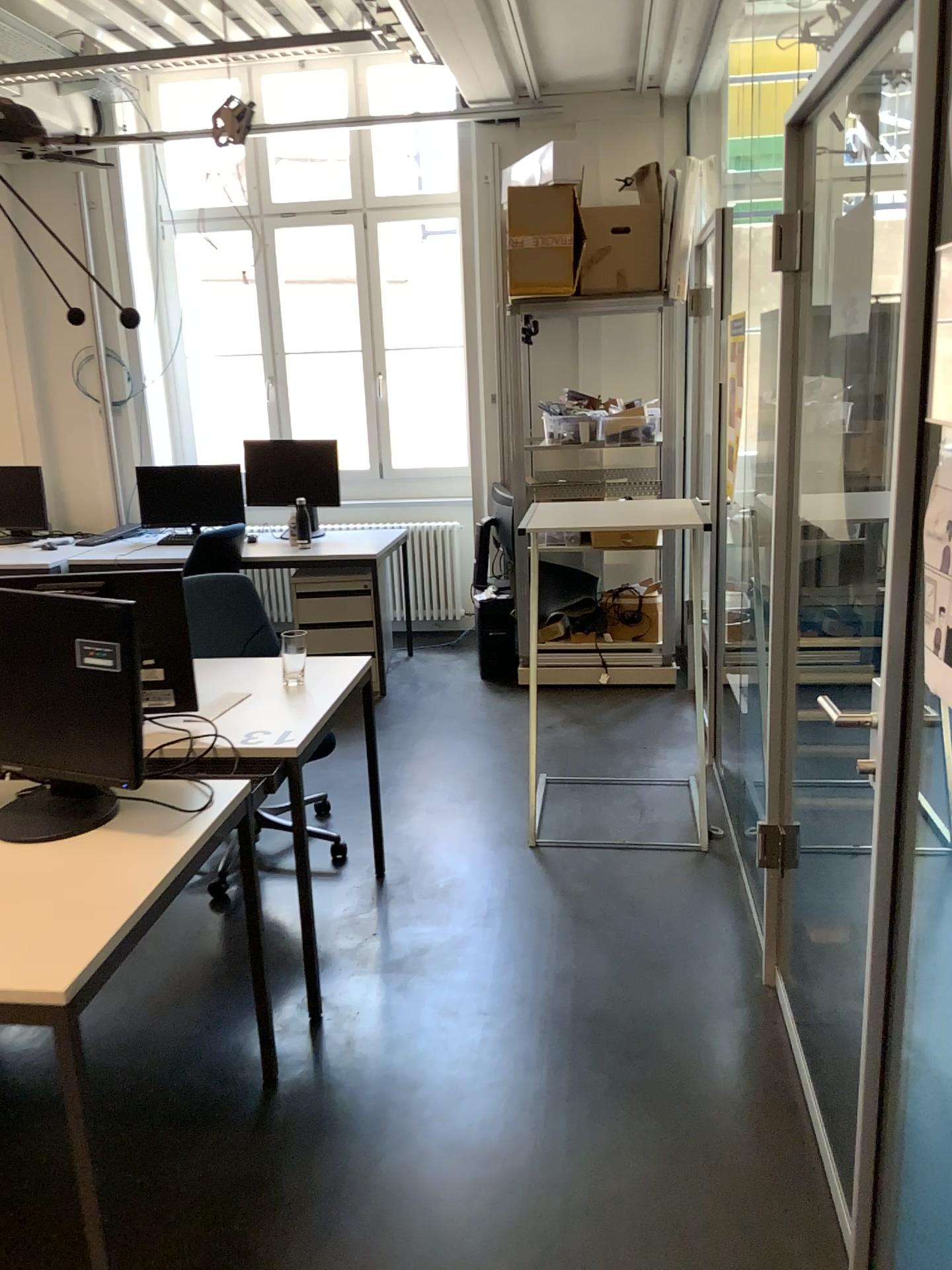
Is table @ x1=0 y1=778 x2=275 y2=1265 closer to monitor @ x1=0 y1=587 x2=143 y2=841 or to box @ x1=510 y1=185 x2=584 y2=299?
monitor @ x1=0 y1=587 x2=143 y2=841

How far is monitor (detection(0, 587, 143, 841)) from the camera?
2.0 meters

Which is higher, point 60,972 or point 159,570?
point 159,570

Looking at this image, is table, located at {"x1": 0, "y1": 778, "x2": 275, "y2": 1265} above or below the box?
below

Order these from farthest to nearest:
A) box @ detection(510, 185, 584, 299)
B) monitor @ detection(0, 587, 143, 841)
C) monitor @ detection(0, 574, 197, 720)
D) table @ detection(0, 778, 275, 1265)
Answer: box @ detection(510, 185, 584, 299), monitor @ detection(0, 574, 197, 720), monitor @ detection(0, 587, 143, 841), table @ detection(0, 778, 275, 1265)

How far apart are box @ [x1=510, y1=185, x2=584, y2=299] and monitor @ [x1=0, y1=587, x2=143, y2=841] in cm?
316

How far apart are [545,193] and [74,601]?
3.4m

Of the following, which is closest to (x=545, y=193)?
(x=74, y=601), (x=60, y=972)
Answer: (x=74, y=601)

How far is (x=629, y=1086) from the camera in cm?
237

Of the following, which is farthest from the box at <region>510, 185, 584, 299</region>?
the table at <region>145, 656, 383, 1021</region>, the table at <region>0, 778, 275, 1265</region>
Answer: the table at <region>0, 778, 275, 1265</region>
